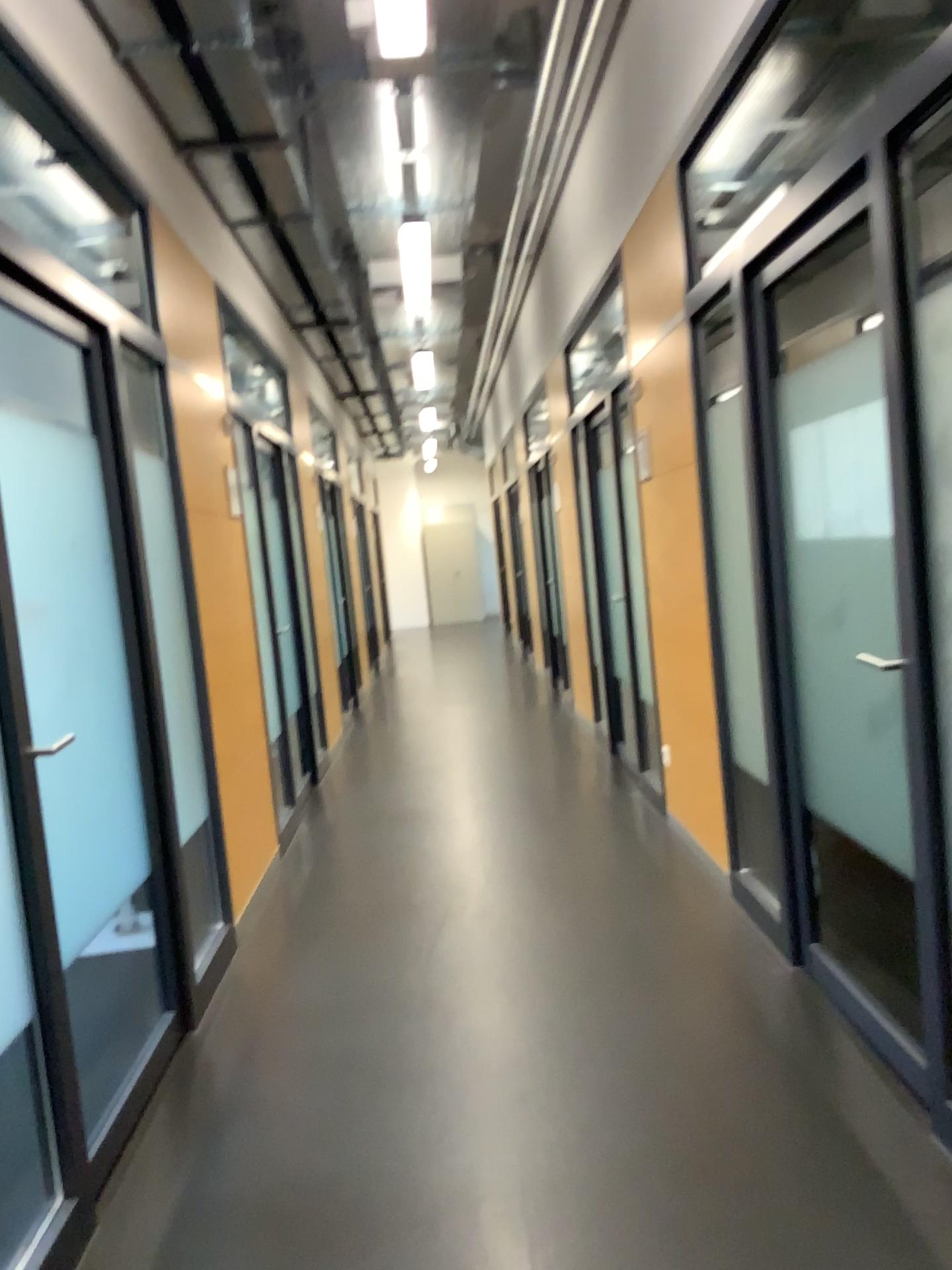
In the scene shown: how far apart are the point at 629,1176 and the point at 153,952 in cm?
186
